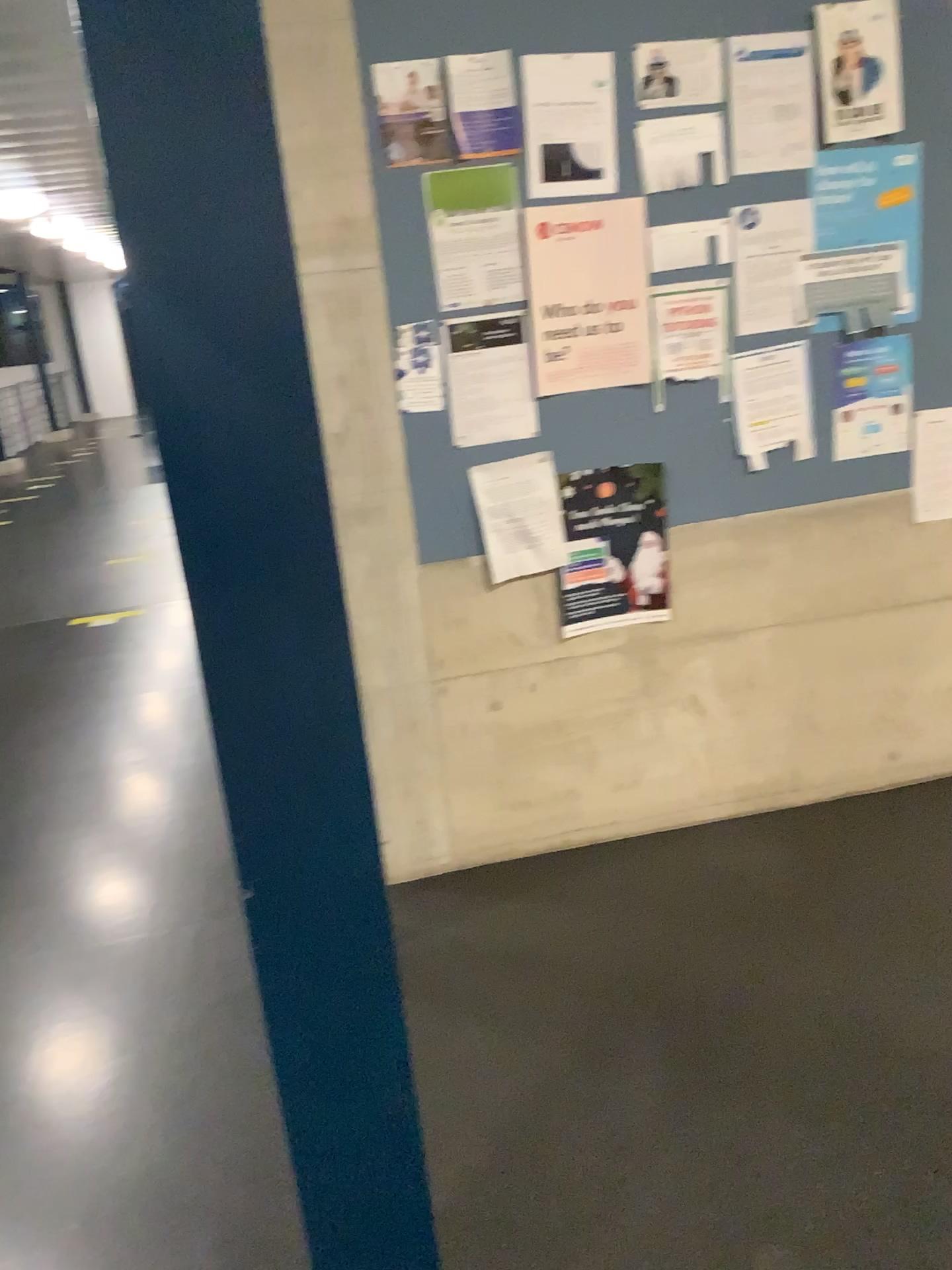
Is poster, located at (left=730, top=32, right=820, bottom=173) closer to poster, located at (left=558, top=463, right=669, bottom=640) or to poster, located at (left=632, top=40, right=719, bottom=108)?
poster, located at (left=632, top=40, right=719, bottom=108)

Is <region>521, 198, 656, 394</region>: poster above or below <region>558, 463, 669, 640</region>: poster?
above

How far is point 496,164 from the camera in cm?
238

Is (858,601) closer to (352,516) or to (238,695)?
(352,516)

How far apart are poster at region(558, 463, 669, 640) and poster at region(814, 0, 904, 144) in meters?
0.9

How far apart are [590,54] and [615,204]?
0.3m

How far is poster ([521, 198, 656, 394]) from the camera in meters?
2.4

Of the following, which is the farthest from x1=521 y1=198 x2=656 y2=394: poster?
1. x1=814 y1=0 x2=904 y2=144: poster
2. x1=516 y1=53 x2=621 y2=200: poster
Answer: x1=814 y1=0 x2=904 y2=144: poster

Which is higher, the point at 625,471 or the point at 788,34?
the point at 788,34

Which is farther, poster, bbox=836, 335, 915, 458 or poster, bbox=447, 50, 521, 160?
poster, bbox=836, 335, 915, 458
